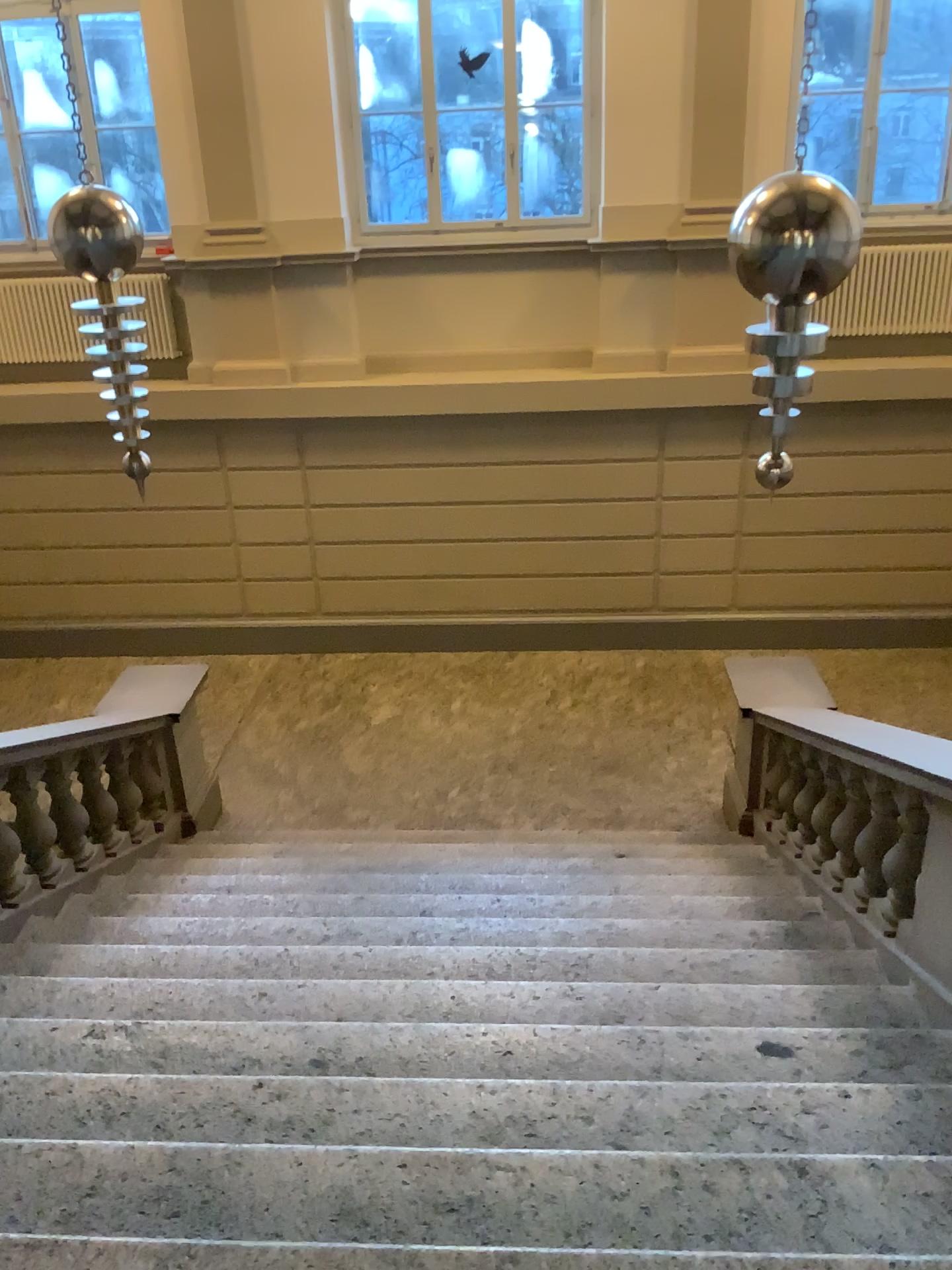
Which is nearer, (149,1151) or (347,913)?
(149,1151)
